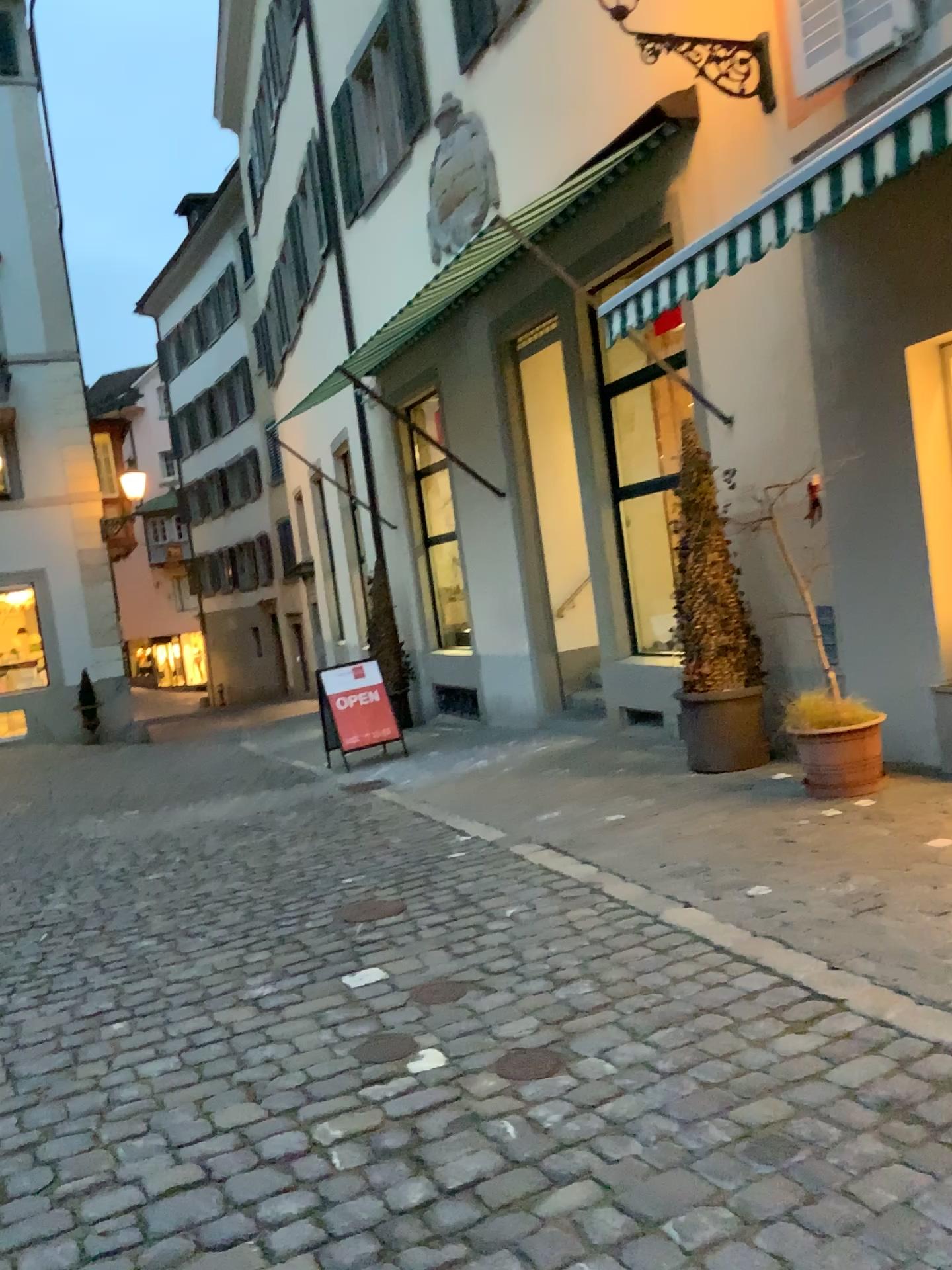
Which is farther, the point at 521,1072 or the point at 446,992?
the point at 446,992

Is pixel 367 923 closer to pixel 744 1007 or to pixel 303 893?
pixel 303 893

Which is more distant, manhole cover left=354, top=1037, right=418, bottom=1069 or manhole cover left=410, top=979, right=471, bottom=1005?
manhole cover left=410, top=979, right=471, bottom=1005

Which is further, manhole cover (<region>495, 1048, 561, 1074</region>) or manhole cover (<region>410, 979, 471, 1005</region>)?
manhole cover (<region>410, 979, 471, 1005</region>)

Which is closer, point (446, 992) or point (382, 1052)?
point (382, 1052)
